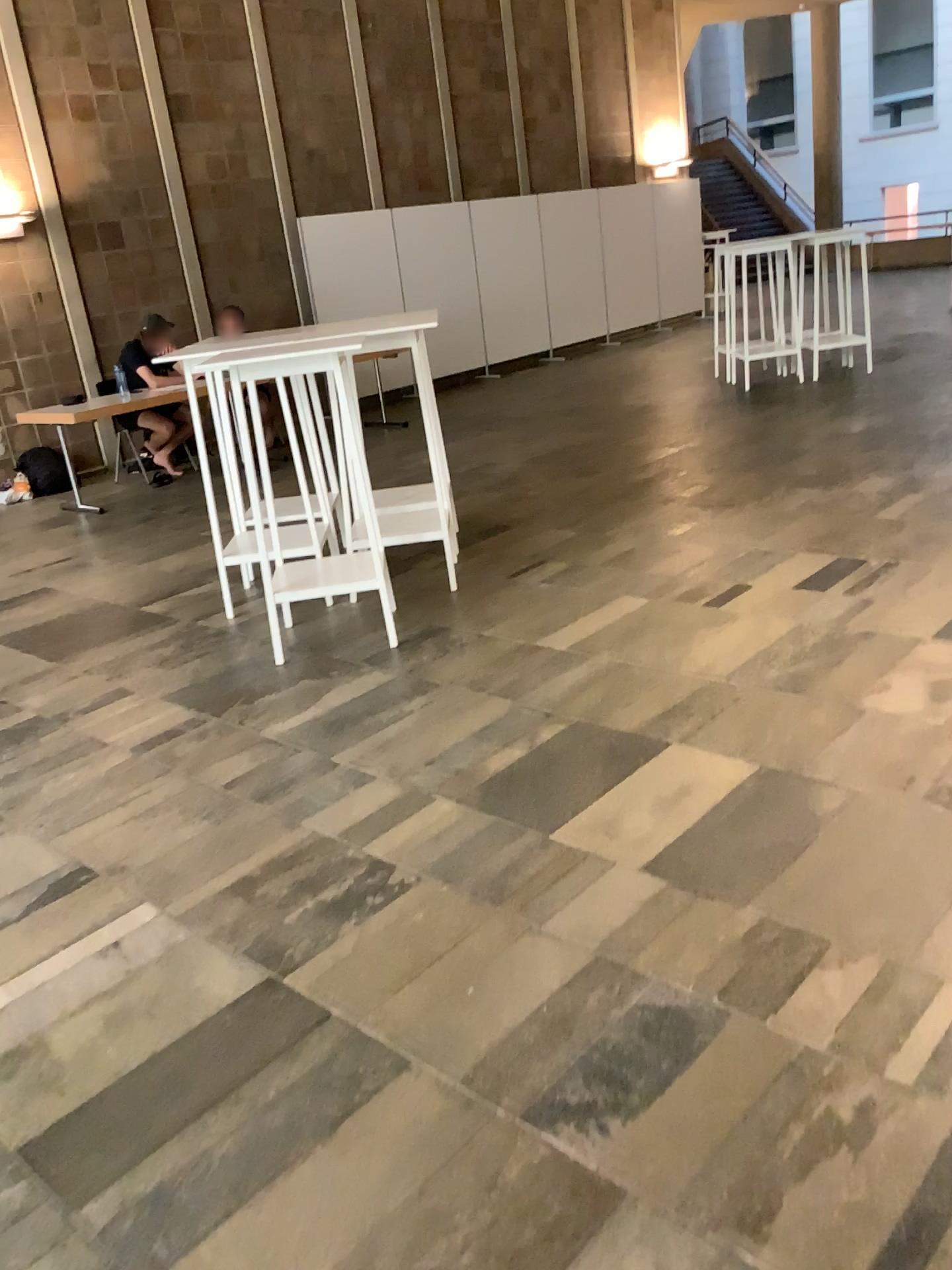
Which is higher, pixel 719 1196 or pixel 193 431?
pixel 193 431
